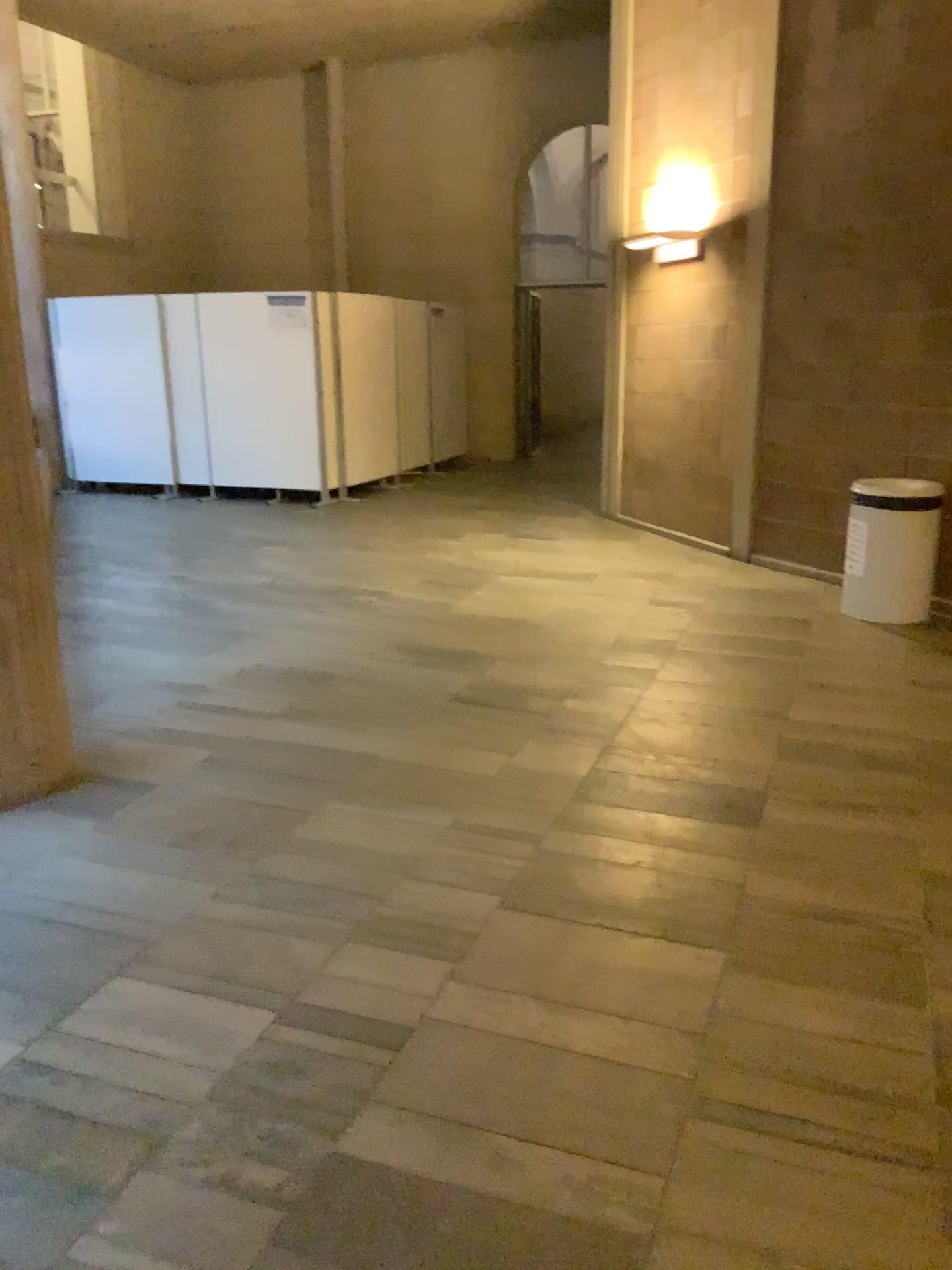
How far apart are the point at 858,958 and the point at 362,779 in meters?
1.7 m
